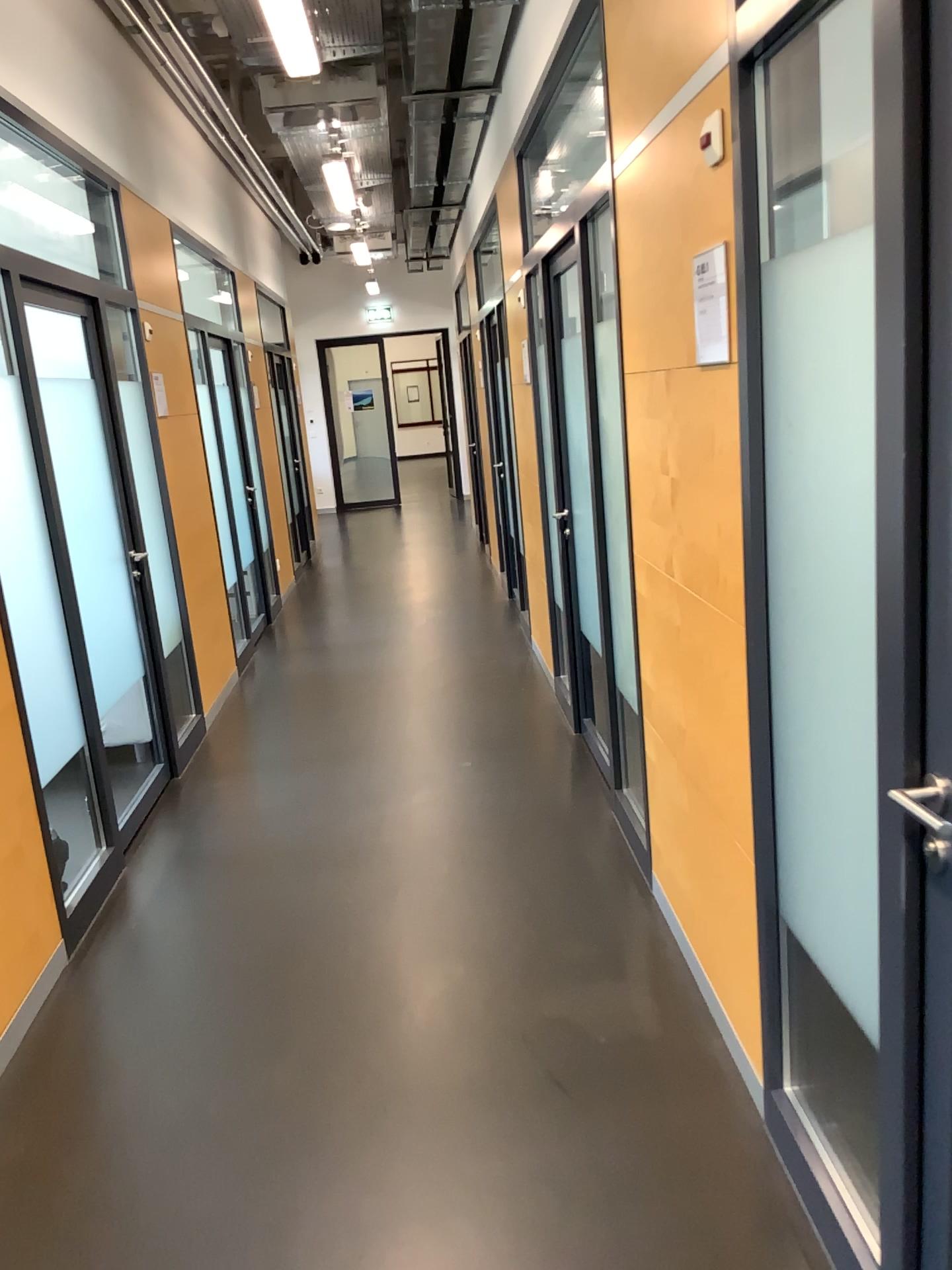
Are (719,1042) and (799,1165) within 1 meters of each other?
yes

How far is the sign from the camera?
2.0 meters

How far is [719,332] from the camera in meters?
2.0 m
